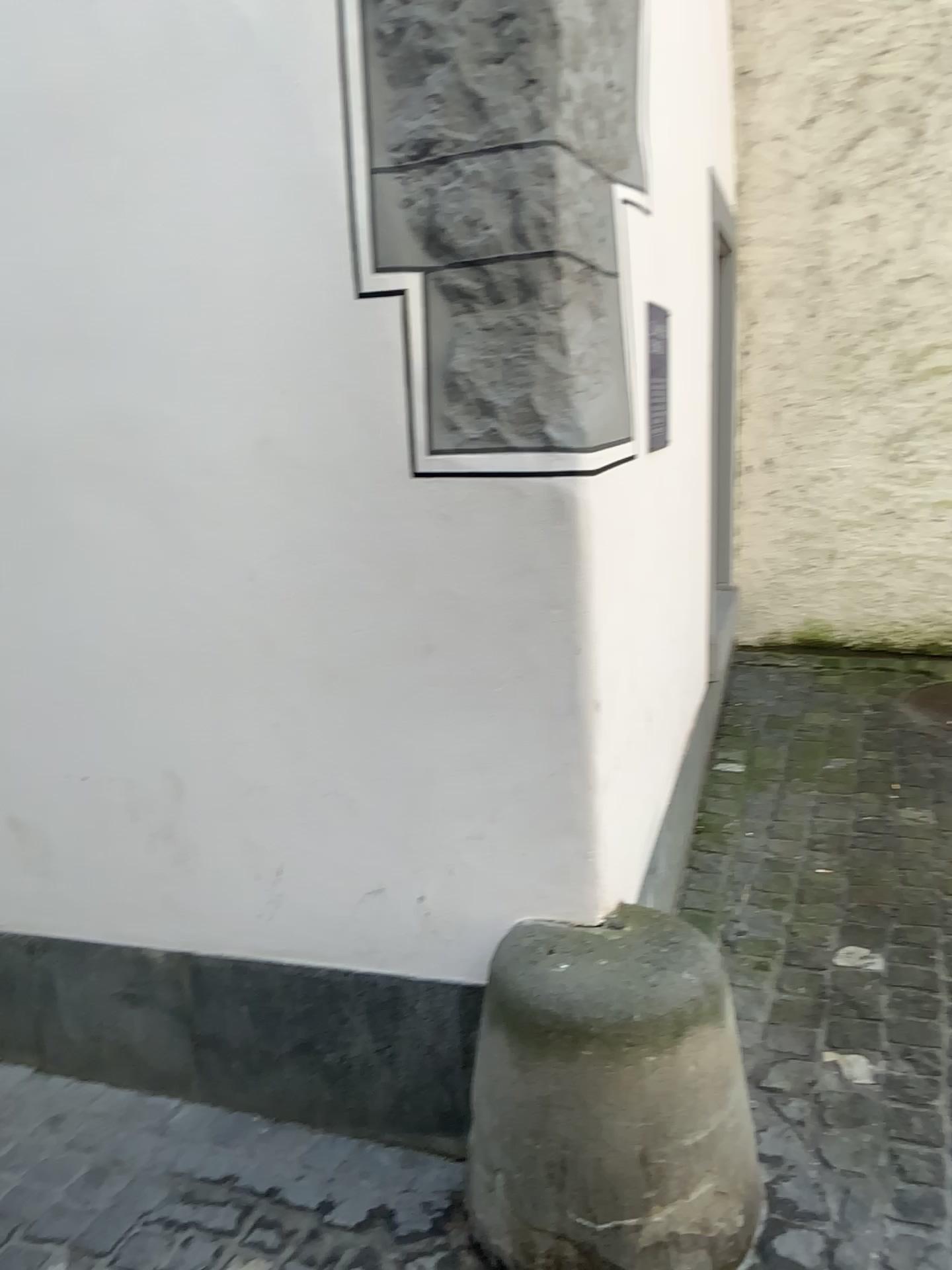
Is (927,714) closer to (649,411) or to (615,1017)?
(649,411)

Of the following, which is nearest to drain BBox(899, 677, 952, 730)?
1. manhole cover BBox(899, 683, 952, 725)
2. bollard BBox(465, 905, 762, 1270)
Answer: manhole cover BBox(899, 683, 952, 725)

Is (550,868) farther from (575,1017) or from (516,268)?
(516,268)

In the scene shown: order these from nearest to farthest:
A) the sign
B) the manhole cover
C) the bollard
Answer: the bollard
the sign
the manhole cover

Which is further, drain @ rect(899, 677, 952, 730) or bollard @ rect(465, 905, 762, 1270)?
drain @ rect(899, 677, 952, 730)

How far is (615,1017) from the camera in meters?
1.5

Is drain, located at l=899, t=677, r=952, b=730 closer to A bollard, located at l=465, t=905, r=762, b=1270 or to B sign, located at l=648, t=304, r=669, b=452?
B sign, located at l=648, t=304, r=669, b=452

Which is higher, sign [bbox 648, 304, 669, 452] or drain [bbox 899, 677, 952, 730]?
sign [bbox 648, 304, 669, 452]

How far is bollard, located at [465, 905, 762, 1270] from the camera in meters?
1.5

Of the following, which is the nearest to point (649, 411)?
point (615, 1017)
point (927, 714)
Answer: point (615, 1017)
